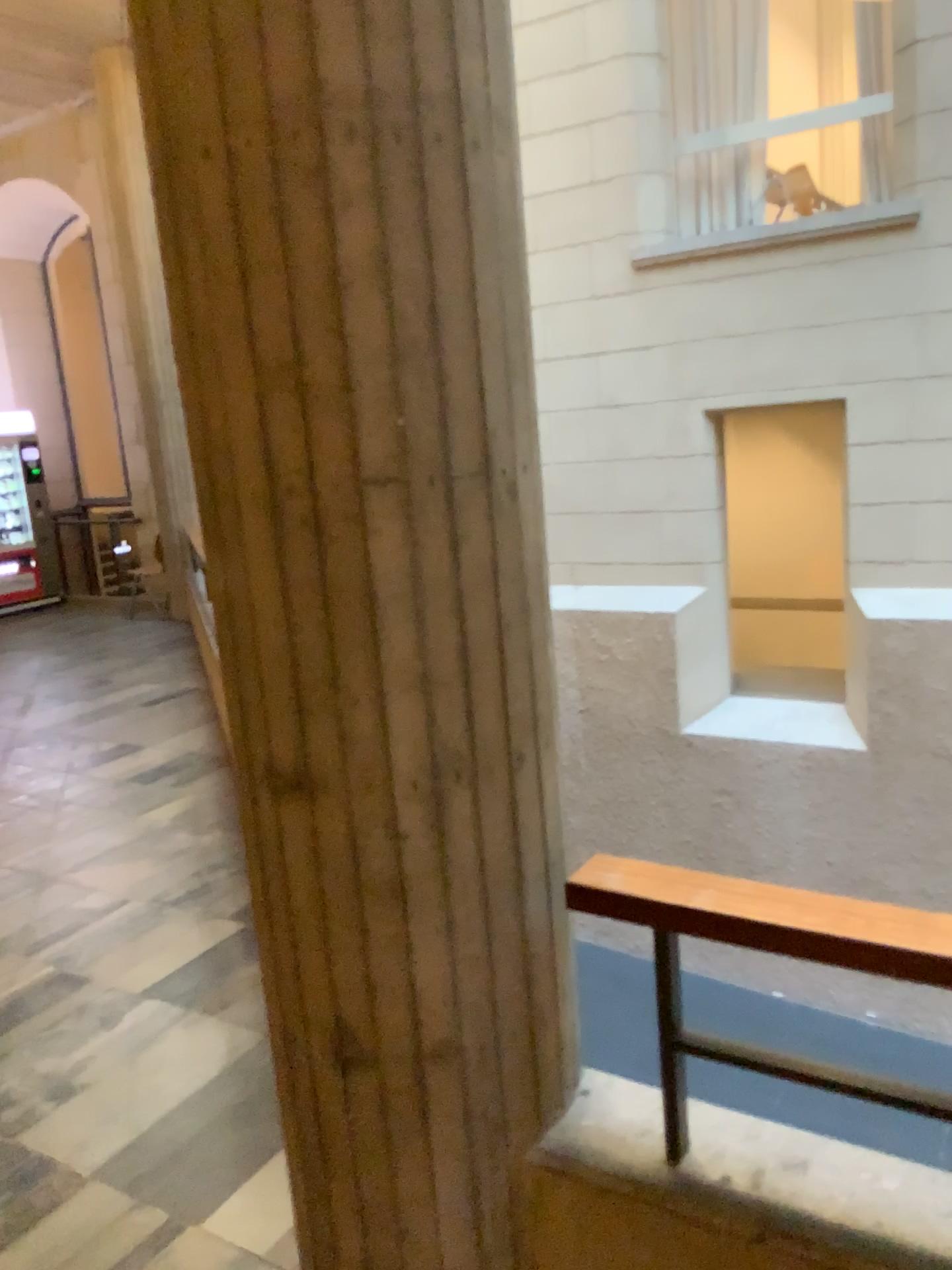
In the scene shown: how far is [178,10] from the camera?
Answer: 1.3 meters

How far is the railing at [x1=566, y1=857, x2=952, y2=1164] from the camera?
1.3m

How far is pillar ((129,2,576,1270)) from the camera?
1.3 meters

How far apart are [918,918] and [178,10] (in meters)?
1.51

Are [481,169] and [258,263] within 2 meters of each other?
yes

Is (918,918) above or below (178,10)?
below
